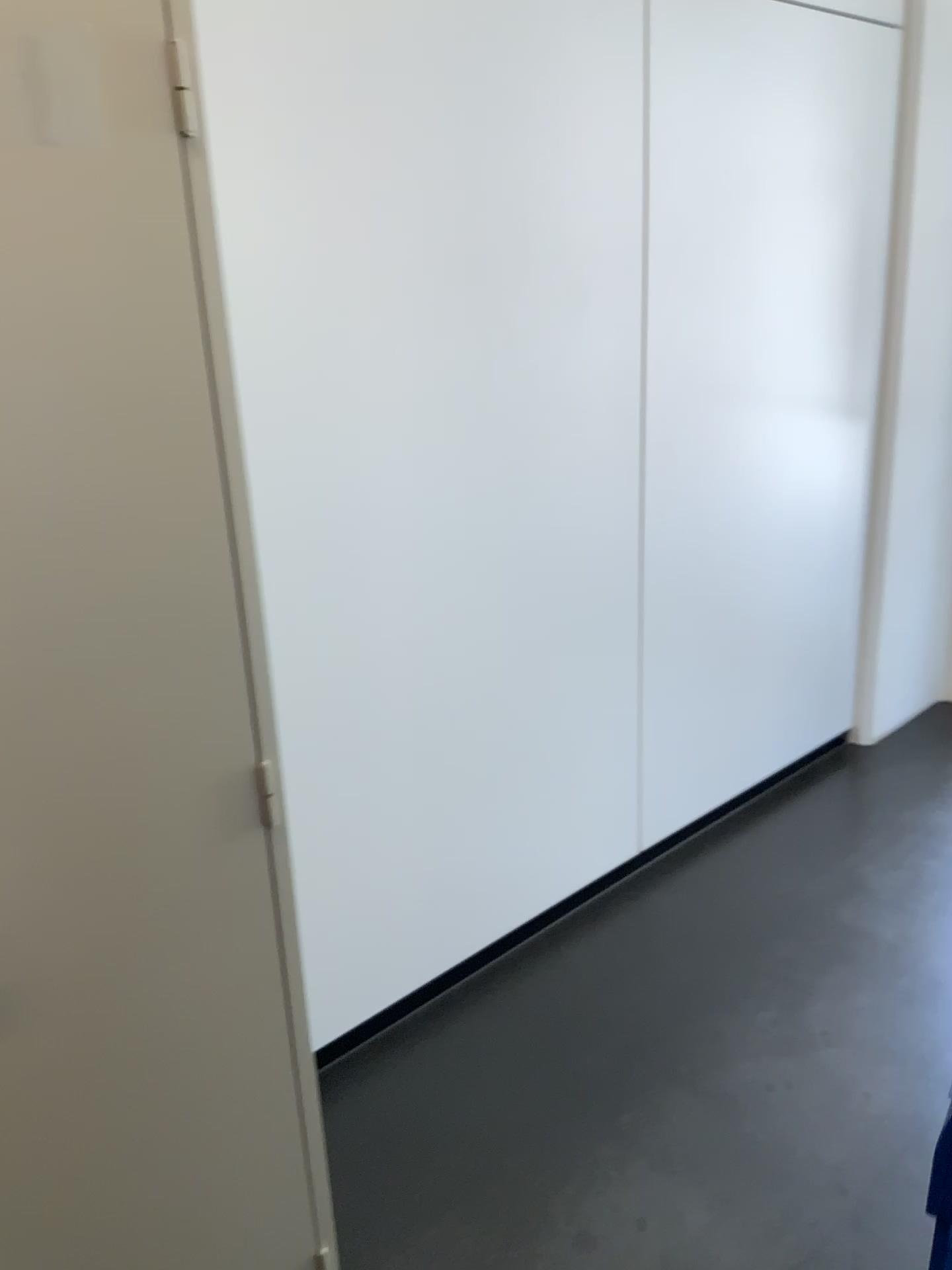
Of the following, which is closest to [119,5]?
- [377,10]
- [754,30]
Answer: [377,10]

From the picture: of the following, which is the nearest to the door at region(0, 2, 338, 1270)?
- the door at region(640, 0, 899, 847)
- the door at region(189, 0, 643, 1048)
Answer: the door at region(189, 0, 643, 1048)

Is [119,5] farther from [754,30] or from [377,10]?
[754,30]

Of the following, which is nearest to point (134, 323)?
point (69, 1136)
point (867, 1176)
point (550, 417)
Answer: point (69, 1136)

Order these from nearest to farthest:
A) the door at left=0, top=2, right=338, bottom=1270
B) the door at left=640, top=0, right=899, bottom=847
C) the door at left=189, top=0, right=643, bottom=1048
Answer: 1. the door at left=0, top=2, right=338, bottom=1270
2. the door at left=189, top=0, right=643, bottom=1048
3. the door at left=640, top=0, right=899, bottom=847

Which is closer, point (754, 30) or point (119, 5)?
point (119, 5)

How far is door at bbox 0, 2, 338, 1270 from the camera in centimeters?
104cm

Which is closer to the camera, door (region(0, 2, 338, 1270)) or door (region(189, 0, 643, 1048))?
door (region(0, 2, 338, 1270))

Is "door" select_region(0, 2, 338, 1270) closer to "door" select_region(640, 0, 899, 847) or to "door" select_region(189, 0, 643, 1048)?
"door" select_region(189, 0, 643, 1048)
